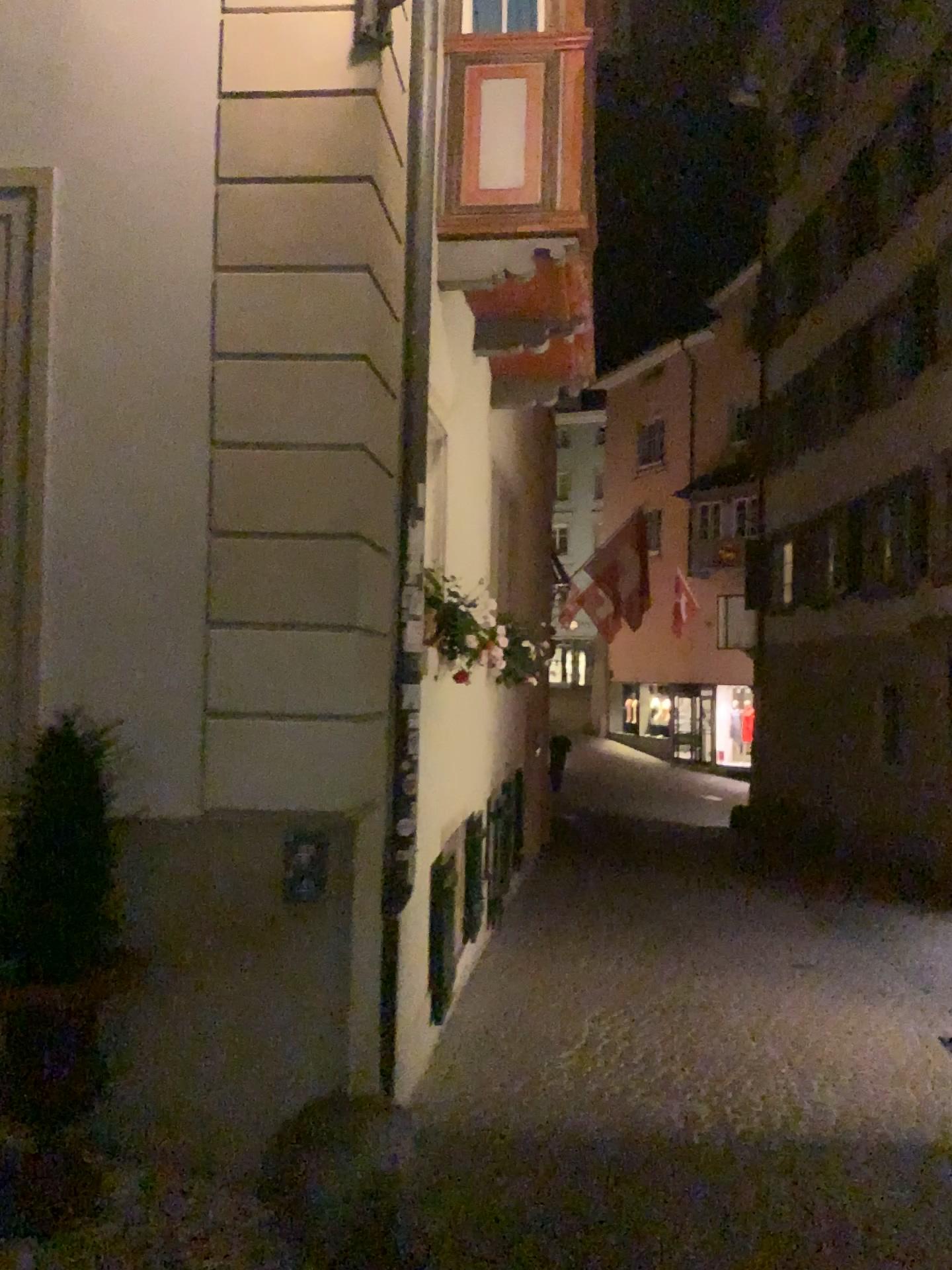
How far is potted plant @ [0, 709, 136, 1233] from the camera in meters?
3.1 m

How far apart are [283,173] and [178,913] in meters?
2.6 m

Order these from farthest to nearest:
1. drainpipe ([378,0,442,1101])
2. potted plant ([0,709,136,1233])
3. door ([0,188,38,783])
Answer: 1. drainpipe ([378,0,442,1101])
2. door ([0,188,38,783])
3. potted plant ([0,709,136,1233])

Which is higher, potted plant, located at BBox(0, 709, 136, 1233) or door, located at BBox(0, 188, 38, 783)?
door, located at BBox(0, 188, 38, 783)

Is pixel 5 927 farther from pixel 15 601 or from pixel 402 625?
pixel 402 625

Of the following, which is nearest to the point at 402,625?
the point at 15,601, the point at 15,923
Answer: the point at 15,601

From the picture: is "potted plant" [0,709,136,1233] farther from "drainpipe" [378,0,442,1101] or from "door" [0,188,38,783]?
"drainpipe" [378,0,442,1101]

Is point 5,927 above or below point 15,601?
below

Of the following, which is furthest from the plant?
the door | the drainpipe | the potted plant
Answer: the drainpipe

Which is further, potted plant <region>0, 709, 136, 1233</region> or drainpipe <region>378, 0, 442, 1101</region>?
drainpipe <region>378, 0, 442, 1101</region>
